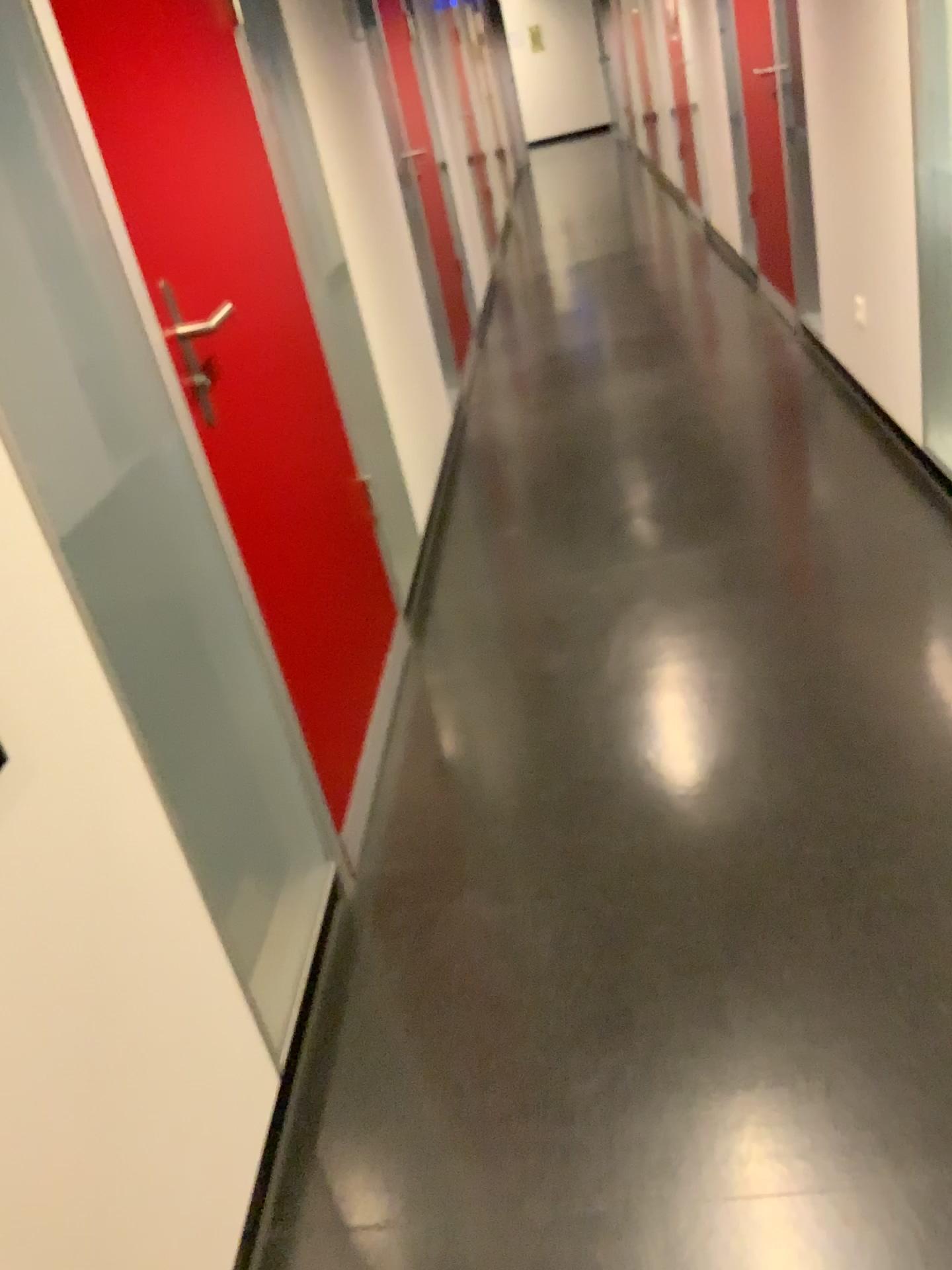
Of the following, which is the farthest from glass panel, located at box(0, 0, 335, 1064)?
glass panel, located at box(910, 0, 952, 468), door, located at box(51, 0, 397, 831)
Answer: glass panel, located at box(910, 0, 952, 468)

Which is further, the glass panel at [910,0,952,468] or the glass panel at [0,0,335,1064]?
the glass panel at [910,0,952,468]

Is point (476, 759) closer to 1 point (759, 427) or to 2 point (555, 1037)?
2 point (555, 1037)

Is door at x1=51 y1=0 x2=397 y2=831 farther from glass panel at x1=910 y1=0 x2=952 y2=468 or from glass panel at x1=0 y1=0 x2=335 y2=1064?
glass panel at x1=910 y1=0 x2=952 y2=468

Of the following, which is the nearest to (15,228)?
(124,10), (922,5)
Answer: (124,10)

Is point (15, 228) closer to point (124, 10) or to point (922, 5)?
point (124, 10)

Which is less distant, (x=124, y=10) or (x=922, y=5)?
(x=124, y=10)

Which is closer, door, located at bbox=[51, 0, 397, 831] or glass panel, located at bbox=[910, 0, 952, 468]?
door, located at bbox=[51, 0, 397, 831]
